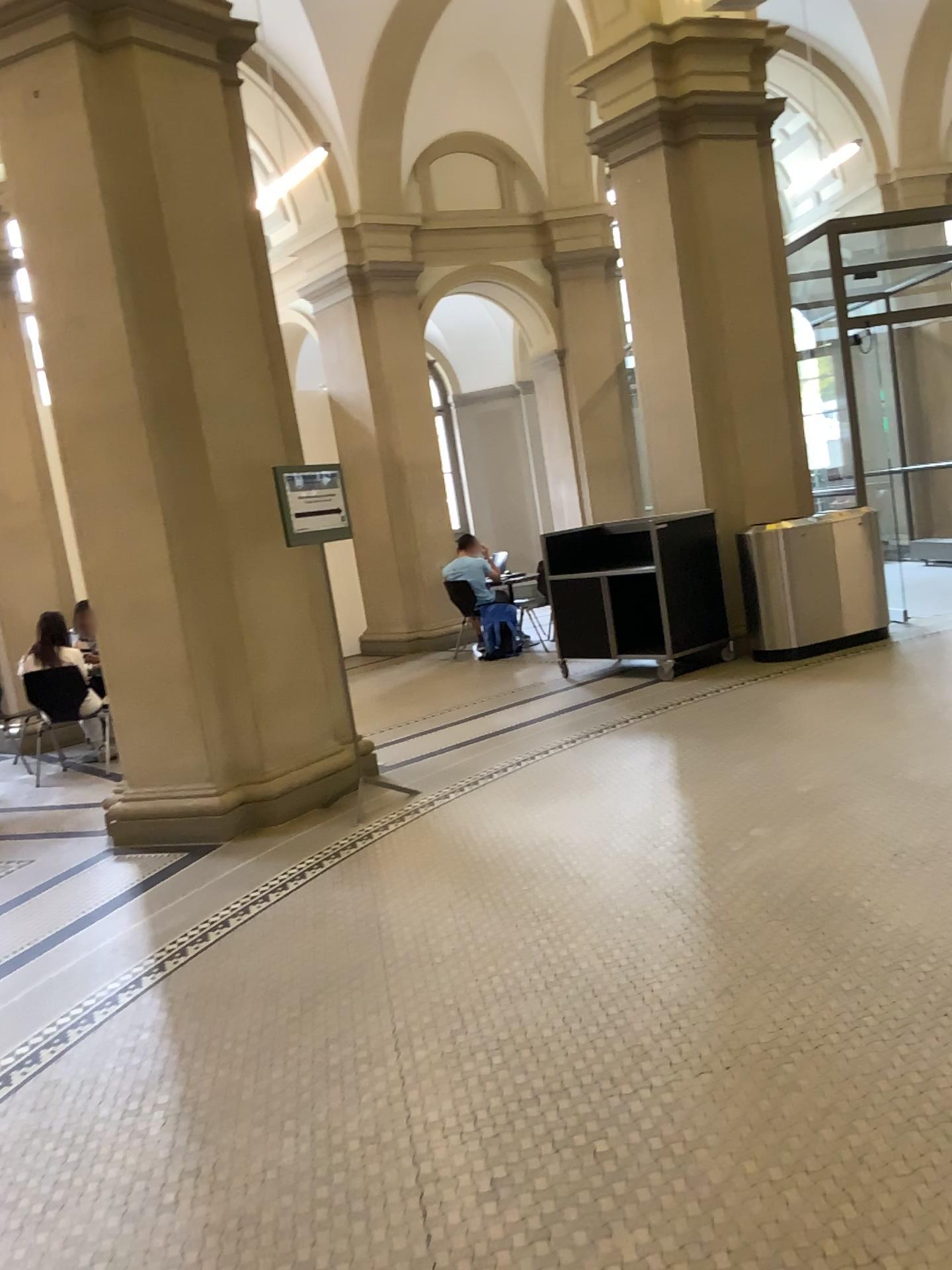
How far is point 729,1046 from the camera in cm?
269
